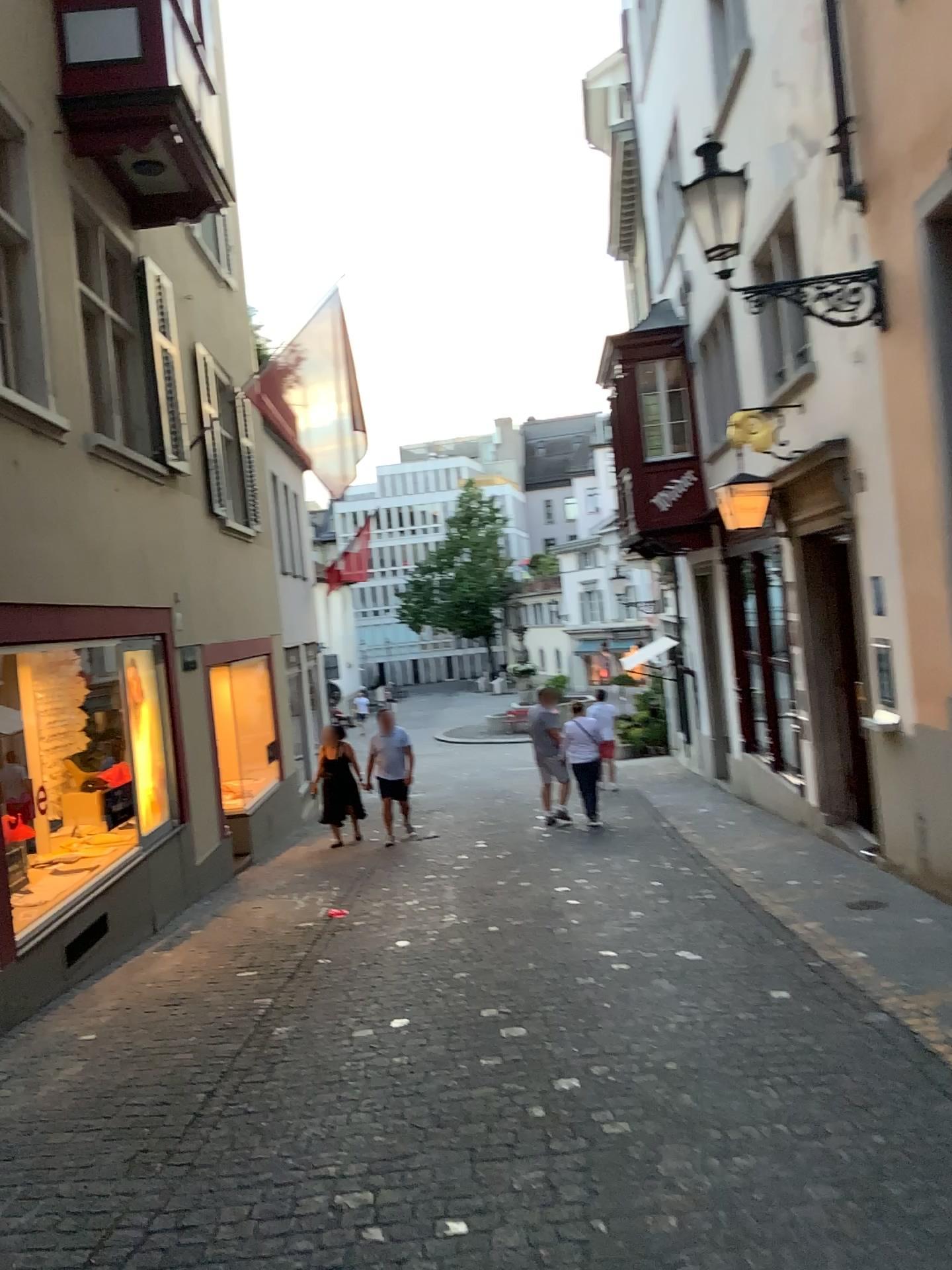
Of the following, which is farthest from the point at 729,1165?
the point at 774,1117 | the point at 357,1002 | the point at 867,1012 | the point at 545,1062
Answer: the point at 357,1002
